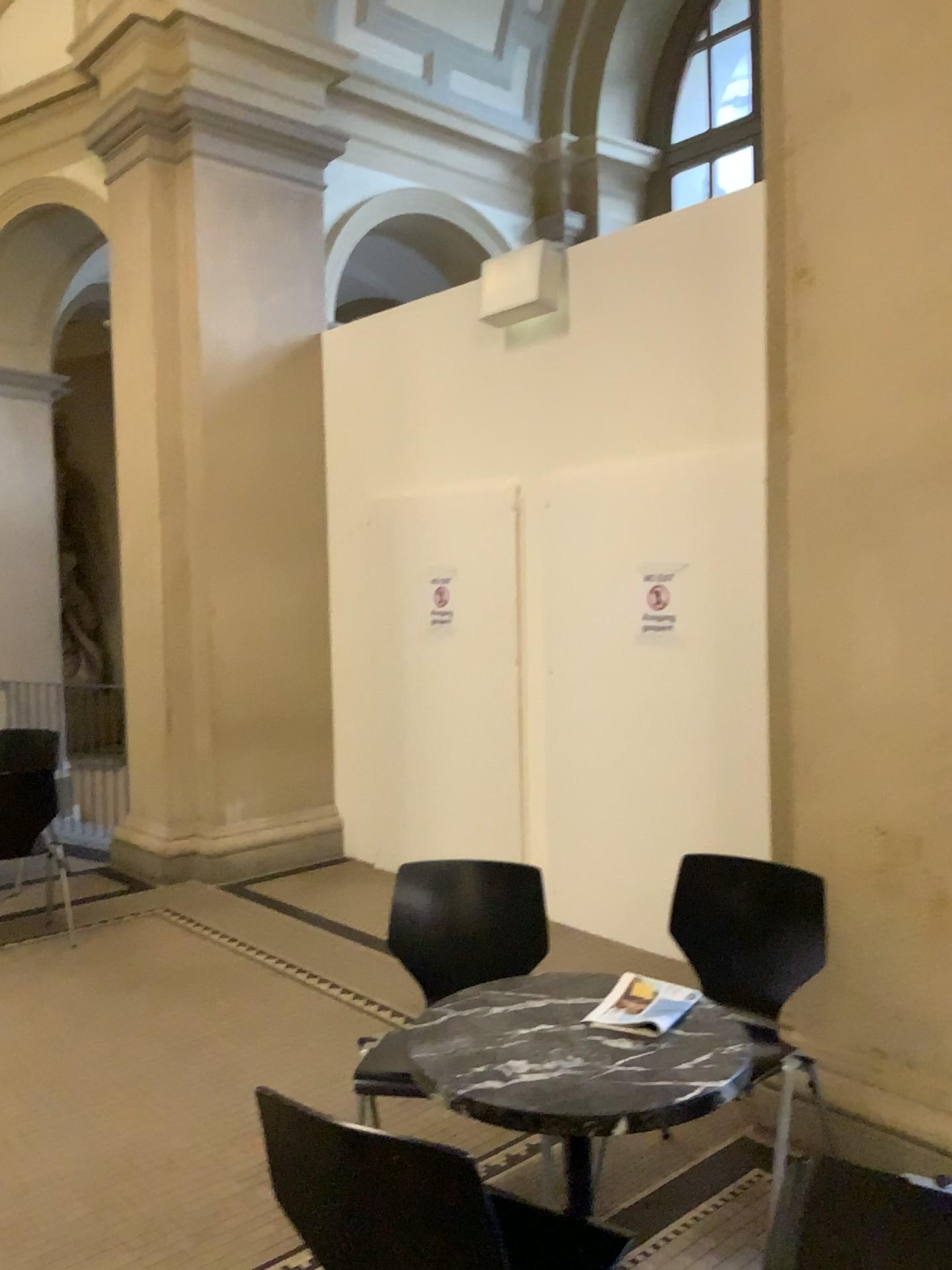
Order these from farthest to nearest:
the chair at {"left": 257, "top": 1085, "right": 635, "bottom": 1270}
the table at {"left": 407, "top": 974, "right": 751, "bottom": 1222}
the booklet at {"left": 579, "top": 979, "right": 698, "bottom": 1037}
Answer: the booklet at {"left": 579, "top": 979, "right": 698, "bottom": 1037} → the table at {"left": 407, "top": 974, "right": 751, "bottom": 1222} → the chair at {"left": 257, "top": 1085, "right": 635, "bottom": 1270}

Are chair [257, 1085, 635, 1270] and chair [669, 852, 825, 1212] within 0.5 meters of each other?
no

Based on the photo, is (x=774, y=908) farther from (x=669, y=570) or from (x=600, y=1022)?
(x=669, y=570)

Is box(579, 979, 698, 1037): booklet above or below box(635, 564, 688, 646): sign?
below

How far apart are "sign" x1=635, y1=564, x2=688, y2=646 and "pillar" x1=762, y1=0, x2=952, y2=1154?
1.5m

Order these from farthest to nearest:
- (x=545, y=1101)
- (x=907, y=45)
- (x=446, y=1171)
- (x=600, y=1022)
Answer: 1. (x=907, y=45)
2. (x=600, y=1022)
3. (x=545, y=1101)
4. (x=446, y=1171)

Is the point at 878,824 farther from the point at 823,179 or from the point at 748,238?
the point at 748,238

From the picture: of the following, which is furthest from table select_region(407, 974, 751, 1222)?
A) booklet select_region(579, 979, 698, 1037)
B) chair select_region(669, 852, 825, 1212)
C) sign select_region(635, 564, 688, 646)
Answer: sign select_region(635, 564, 688, 646)

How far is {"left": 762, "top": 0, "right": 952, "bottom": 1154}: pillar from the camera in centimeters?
267cm

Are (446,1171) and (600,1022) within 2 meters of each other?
yes
